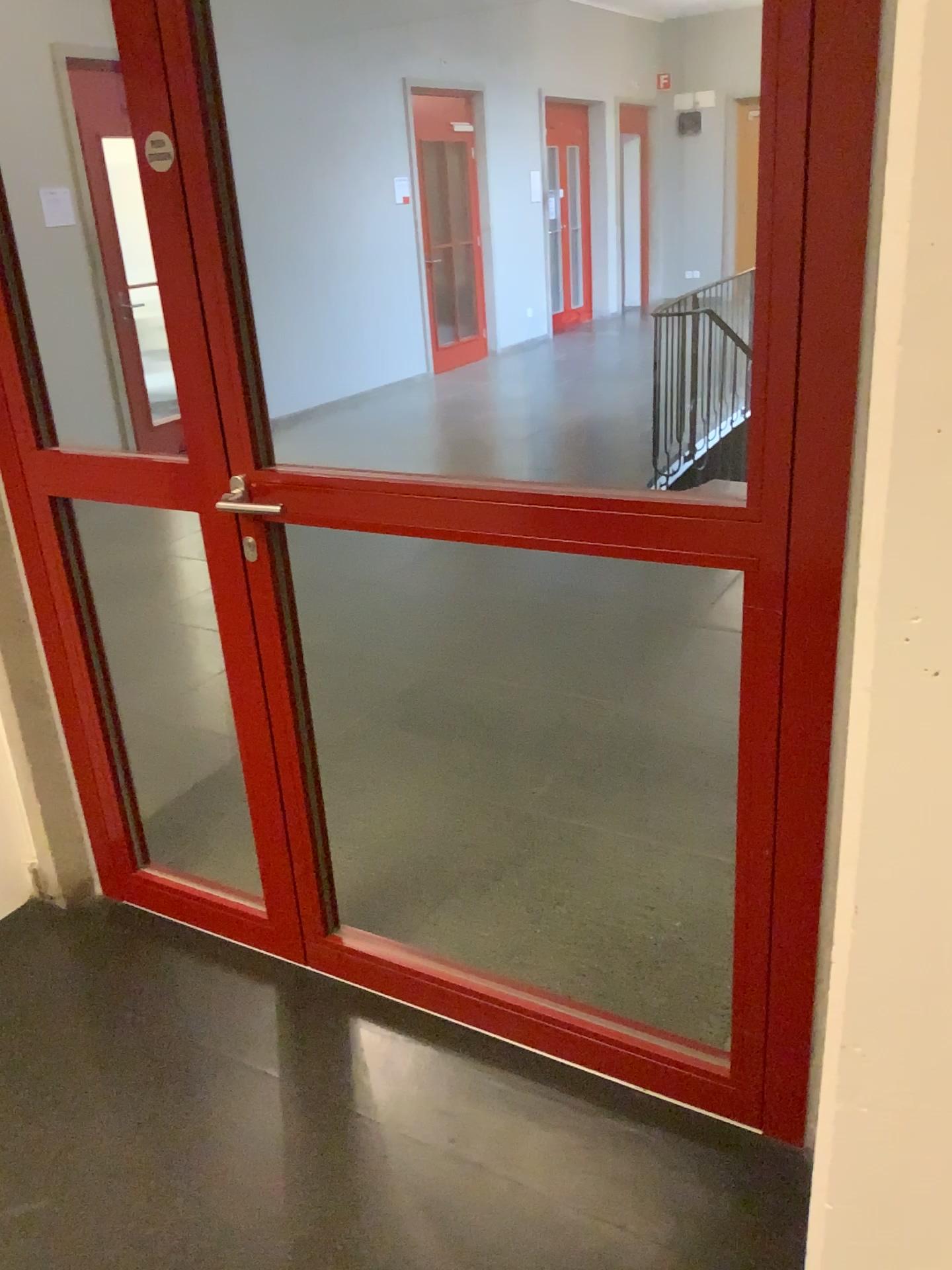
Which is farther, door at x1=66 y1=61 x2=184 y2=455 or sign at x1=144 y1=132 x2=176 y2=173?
door at x1=66 y1=61 x2=184 y2=455

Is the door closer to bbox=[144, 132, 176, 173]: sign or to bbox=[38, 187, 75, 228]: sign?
bbox=[38, 187, 75, 228]: sign

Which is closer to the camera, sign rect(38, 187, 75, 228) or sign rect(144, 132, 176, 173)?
sign rect(144, 132, 176, 173)

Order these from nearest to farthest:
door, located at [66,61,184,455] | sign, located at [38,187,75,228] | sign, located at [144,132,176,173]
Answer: sign, located at [144,132,176,173], sign, located at [38,187,75,228], door, located at [66,61,184,455]

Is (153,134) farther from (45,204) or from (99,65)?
(99,65)

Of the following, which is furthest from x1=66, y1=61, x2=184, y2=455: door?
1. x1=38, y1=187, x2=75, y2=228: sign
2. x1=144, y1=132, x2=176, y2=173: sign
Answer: x1=144, y1=132, x2=176, y2=173: sign

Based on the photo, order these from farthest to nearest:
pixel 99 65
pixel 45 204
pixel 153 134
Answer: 1. pixel 99 65
2. pixel 45 204
3. pixel 153 134

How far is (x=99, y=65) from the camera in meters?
2.5 m

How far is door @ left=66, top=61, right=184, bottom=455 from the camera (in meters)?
2.45

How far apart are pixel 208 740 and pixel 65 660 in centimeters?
85cm
